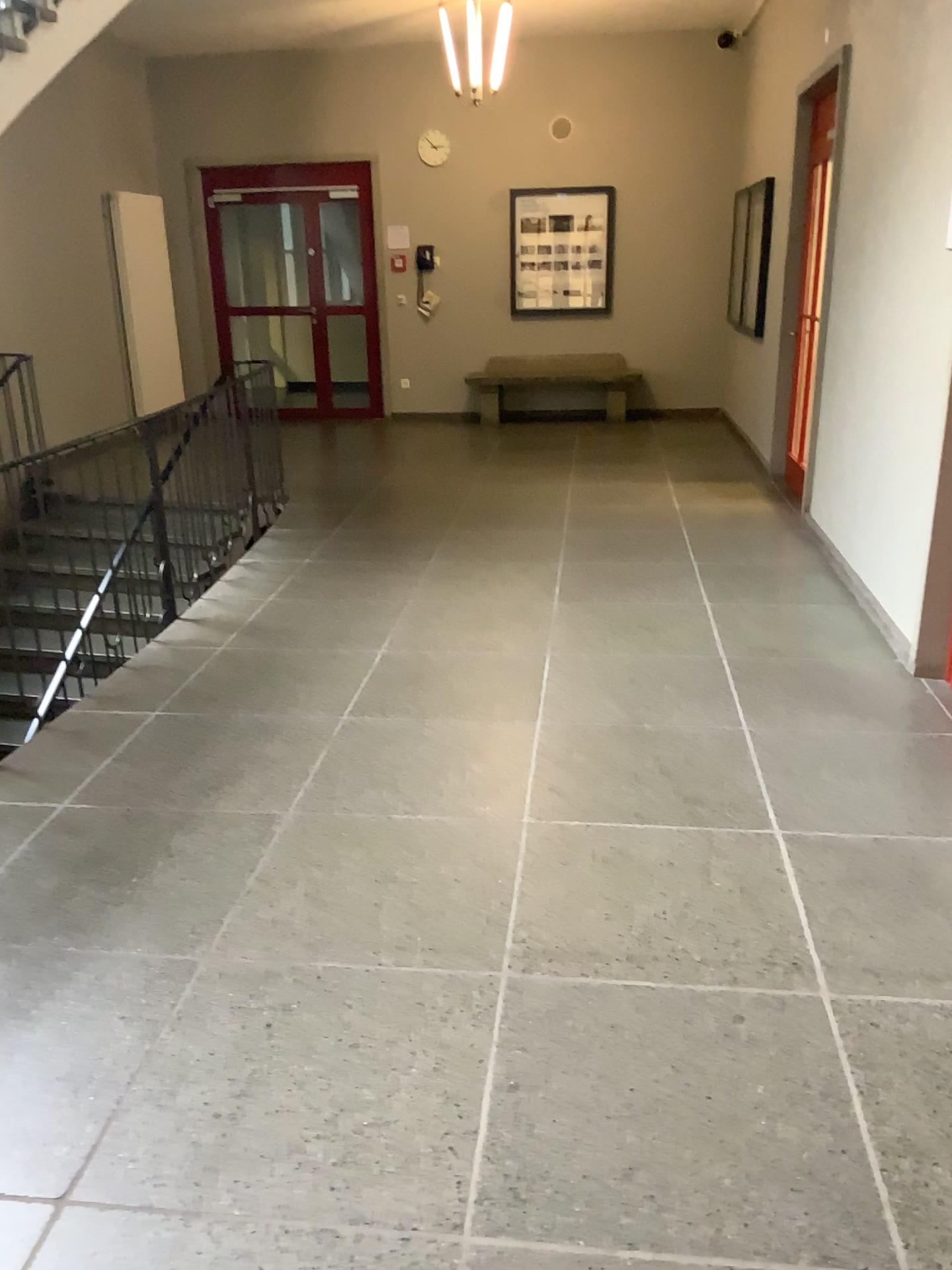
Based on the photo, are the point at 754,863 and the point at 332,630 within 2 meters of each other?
no
